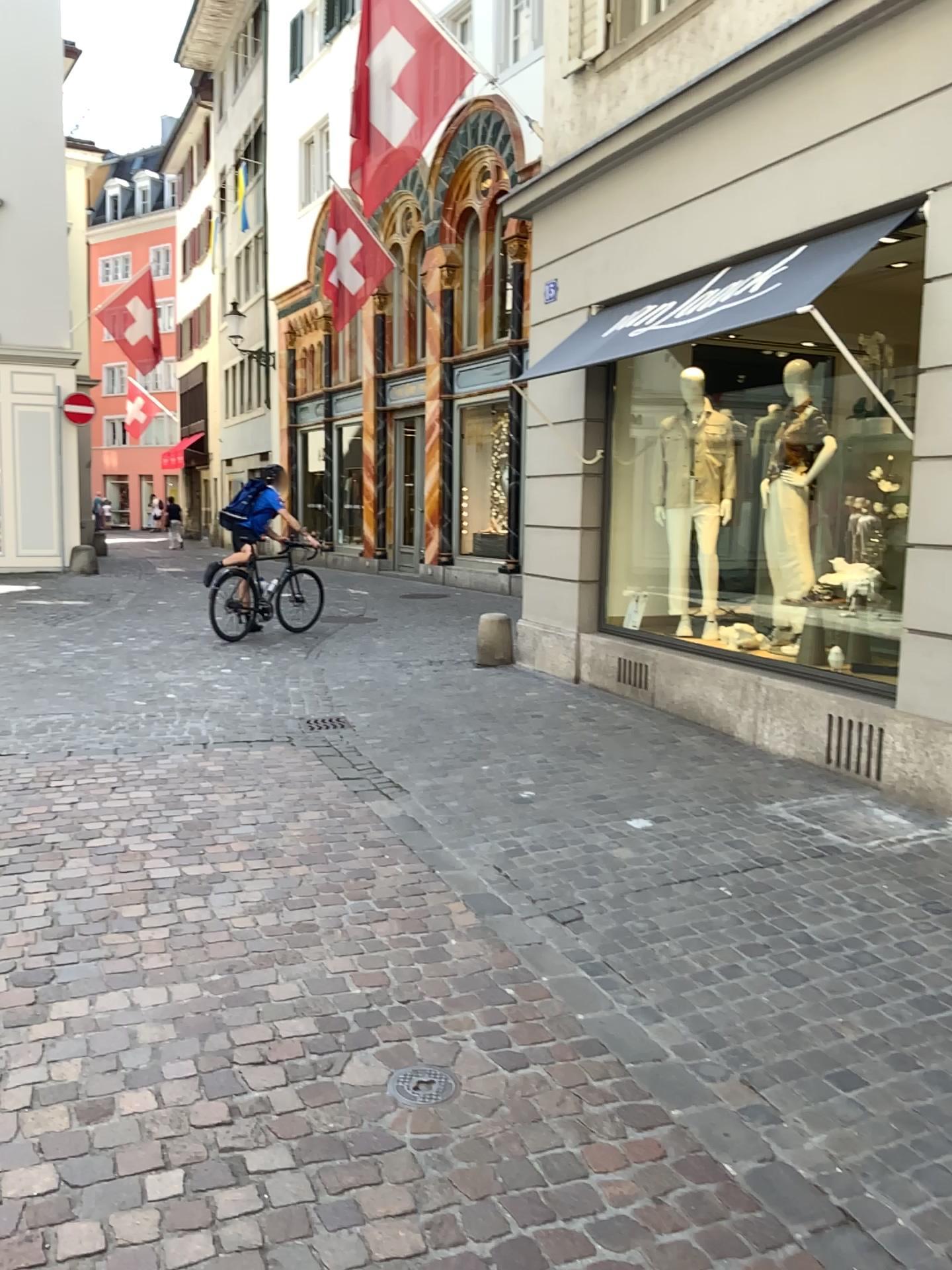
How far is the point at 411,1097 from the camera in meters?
2.6 m

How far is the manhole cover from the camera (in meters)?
2.62

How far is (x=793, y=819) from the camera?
4.8 meters
